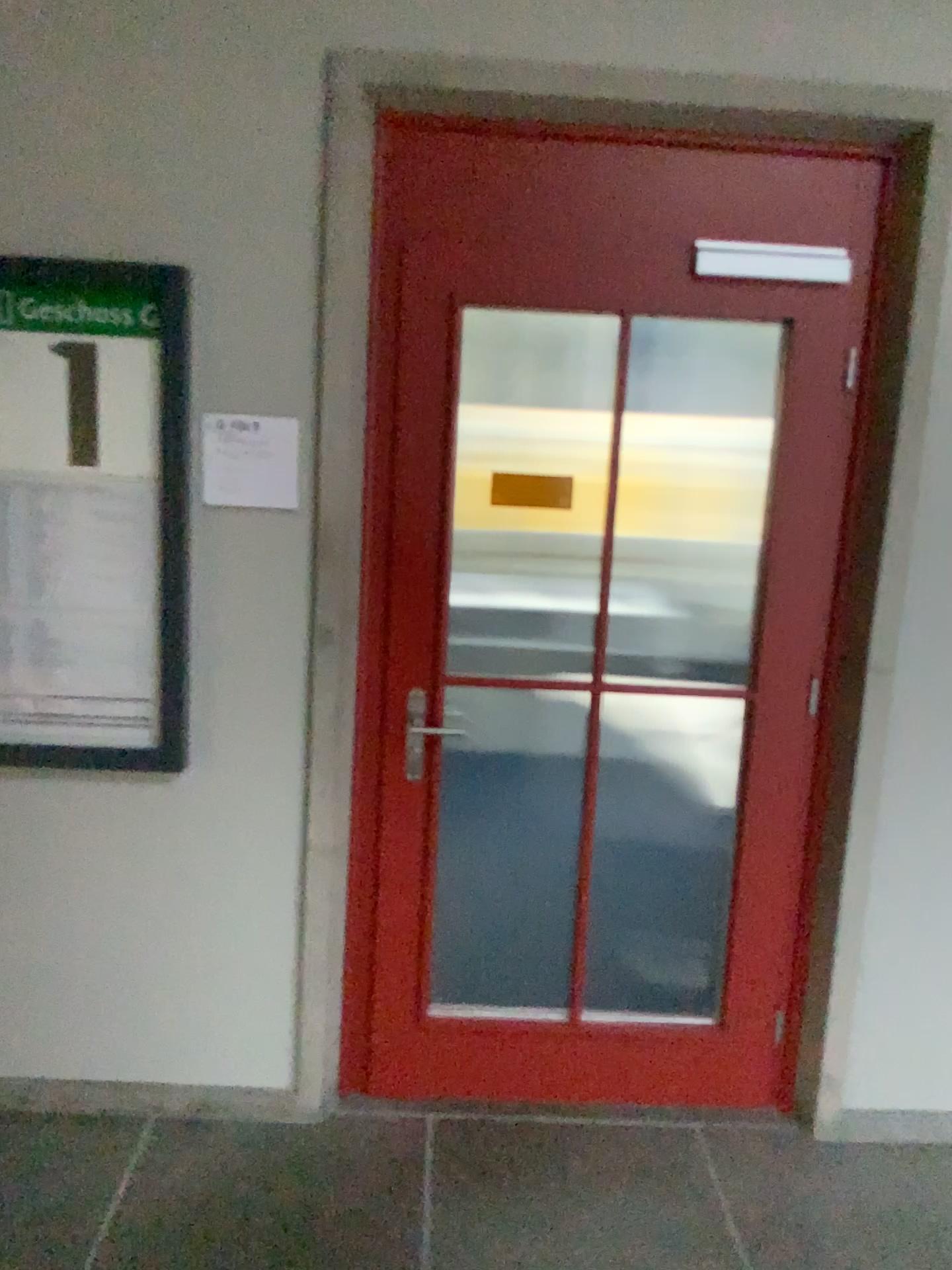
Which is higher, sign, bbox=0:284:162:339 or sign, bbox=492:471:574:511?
sign, bbox=0:284:162:339

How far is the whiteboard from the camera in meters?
2.4 m

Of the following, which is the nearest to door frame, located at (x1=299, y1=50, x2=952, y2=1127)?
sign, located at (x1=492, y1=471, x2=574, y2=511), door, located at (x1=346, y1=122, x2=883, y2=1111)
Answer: door, located at (x1=346, y1=122, x2=883, y2=1111)

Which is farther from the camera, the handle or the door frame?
the handle

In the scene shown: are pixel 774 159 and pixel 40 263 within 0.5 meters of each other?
no

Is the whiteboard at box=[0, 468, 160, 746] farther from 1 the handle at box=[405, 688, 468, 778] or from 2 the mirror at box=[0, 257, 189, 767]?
1 the handle at box=[405, 688, 468, 778]

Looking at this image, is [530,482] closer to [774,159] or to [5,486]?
[774,159]

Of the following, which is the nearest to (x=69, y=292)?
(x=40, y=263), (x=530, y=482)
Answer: (x=40, y=263)

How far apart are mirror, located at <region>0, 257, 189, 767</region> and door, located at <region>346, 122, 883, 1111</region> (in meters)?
0.42

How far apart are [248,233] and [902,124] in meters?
1.5
